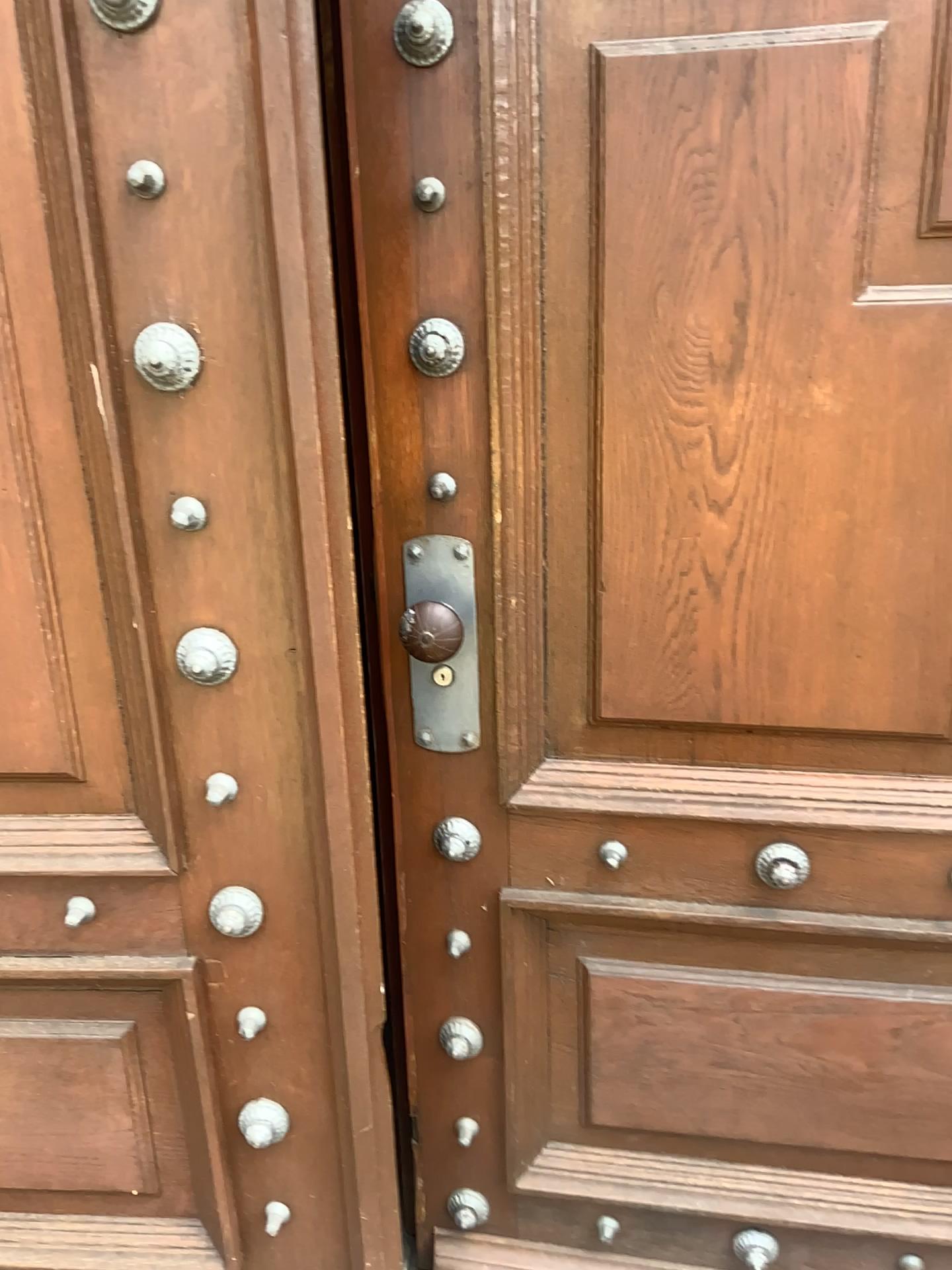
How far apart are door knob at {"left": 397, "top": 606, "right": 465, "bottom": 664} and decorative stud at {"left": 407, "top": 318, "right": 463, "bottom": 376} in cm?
26

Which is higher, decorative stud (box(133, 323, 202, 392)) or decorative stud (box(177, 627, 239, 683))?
decorative stud (box(133, 323, 202, 392))

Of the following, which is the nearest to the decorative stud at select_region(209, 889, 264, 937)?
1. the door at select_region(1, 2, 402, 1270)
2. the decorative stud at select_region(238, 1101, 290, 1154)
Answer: the door at select_region(1, 2, 402, 1270)

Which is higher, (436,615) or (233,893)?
(436,615)

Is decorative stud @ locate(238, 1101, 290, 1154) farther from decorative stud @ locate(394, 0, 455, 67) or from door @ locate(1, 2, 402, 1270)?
decorative stud @ locate(394, 0, 455, 67)

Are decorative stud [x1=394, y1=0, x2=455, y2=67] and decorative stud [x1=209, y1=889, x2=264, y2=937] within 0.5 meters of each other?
no

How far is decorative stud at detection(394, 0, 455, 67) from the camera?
1.0 meters

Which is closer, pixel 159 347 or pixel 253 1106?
pixel 159 347

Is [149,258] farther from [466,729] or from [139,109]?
[466,729]

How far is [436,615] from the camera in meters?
1.2 m
